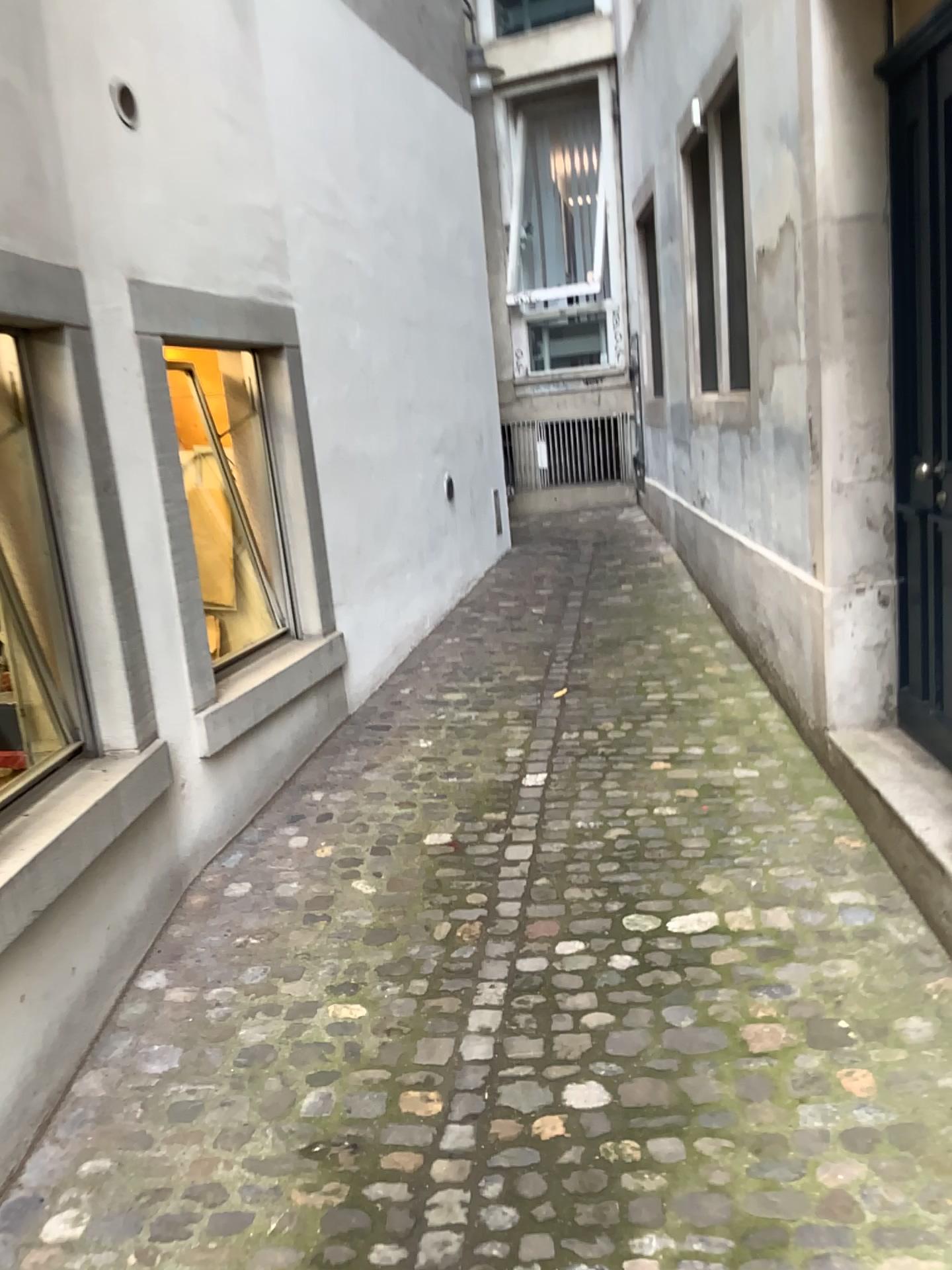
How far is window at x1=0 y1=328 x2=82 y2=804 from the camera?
2.9m

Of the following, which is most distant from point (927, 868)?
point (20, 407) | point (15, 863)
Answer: point (20, 407)

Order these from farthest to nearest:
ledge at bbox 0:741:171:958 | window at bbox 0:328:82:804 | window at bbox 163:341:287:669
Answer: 1. window at bbox 163:341:287:669
2. window at bbox 0:328:82:804
3. ledge at bbox 0:741:171:958

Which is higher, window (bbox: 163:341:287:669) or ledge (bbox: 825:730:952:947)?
window (bbox: 163:341:287:669)

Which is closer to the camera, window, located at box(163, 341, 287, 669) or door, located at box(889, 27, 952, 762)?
door, located at box(889, 27, 952, 762)

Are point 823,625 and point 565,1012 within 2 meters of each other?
yes

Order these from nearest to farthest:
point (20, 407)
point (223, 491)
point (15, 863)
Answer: point (15, 863) → point (20, 407) → point (223, 491)

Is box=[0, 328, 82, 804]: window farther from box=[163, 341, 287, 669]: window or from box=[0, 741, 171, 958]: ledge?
box=[163, 341, 287, 669]: window

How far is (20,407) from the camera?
2.9 meters

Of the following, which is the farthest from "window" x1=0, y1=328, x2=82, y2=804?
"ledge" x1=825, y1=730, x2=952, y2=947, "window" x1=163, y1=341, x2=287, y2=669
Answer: "ledge" x1=825, y1=730, x2=952, y2=947
